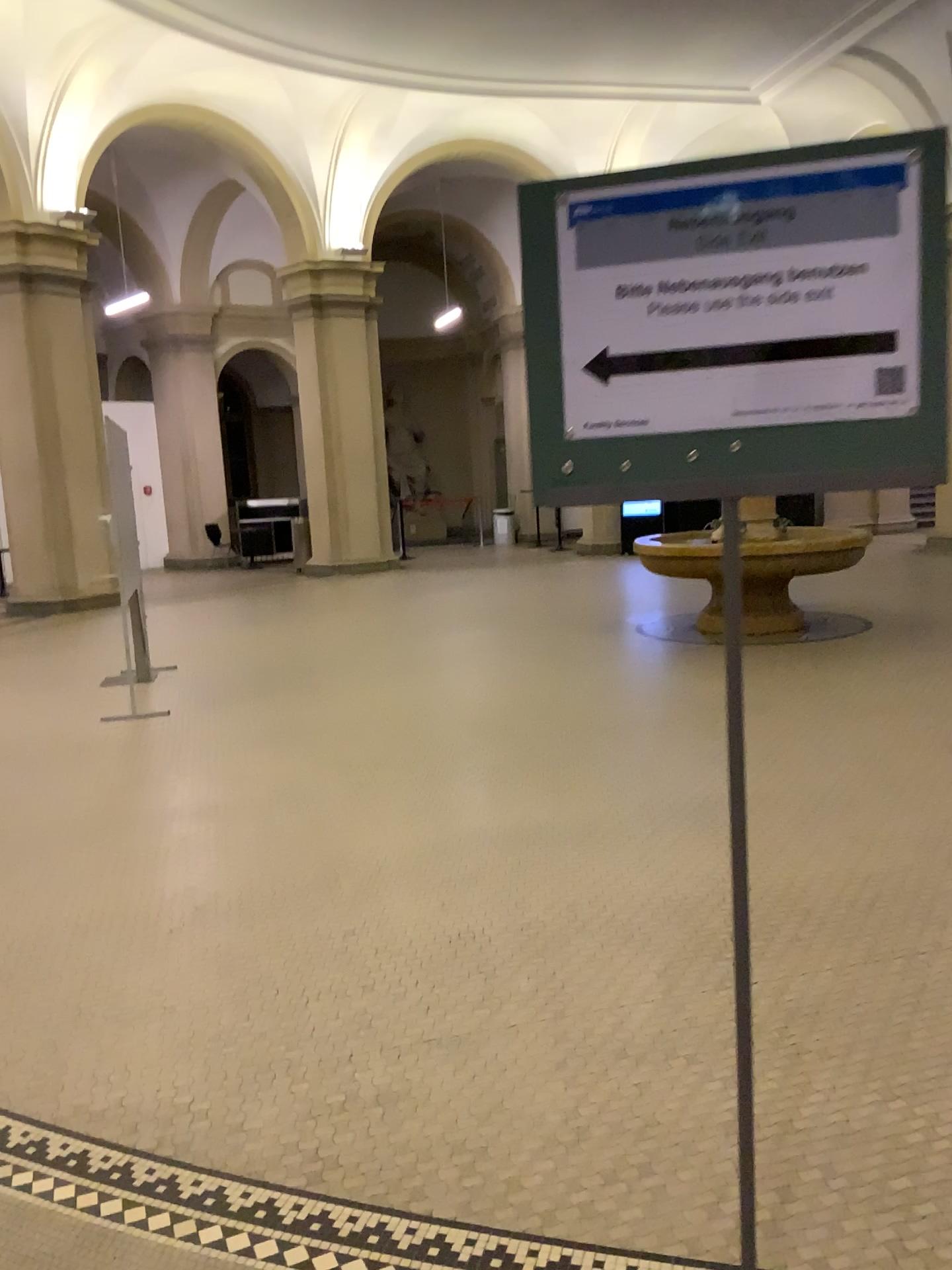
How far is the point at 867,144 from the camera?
1.2m

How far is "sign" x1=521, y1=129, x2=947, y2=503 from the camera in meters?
1.2 m

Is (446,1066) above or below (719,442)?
below

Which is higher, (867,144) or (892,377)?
(867,144)
